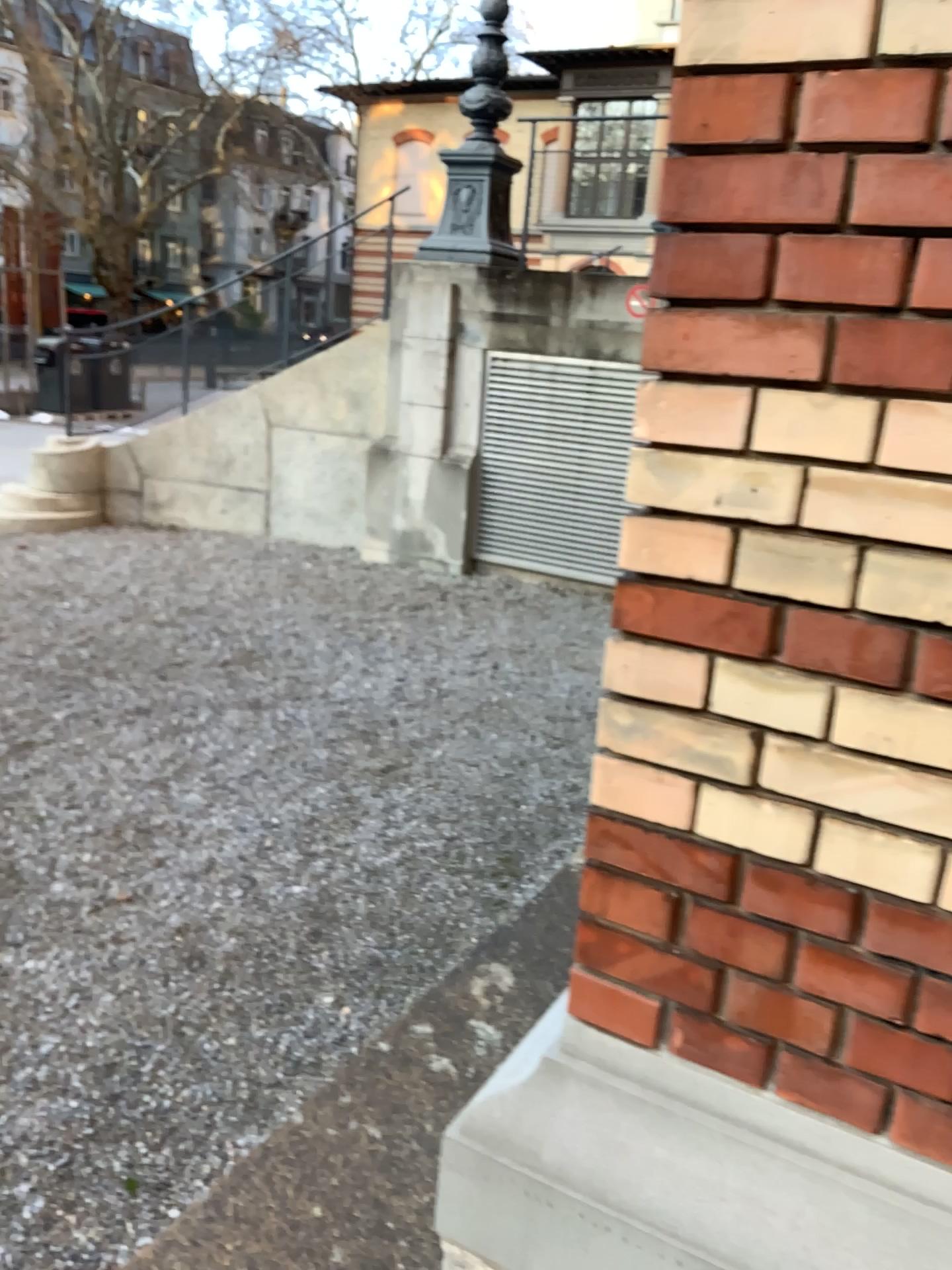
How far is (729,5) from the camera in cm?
98

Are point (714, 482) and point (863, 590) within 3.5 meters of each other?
yes

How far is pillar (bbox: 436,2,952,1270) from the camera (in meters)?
0.98
